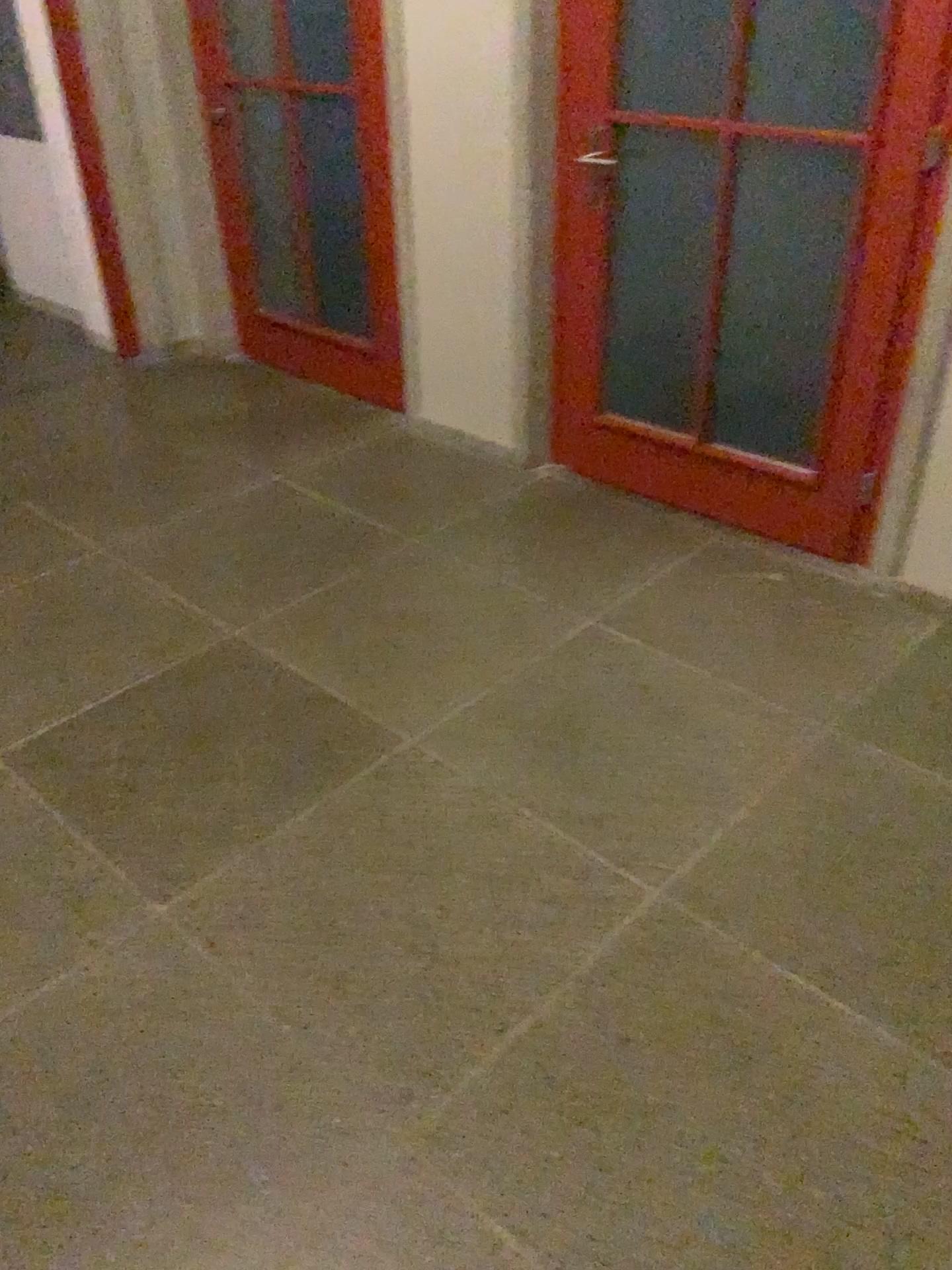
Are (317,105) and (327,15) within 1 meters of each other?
yes

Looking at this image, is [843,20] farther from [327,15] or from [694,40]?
[327,15]

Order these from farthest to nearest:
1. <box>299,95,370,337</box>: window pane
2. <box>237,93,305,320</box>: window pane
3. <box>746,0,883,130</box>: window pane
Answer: <box>237,93,305,320</box>: window pane → <box>299,95,370,337</box>: window pane → <box>746,0,883,130</box>: window pane

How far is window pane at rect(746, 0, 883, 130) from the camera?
3.3m

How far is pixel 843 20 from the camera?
3.35m

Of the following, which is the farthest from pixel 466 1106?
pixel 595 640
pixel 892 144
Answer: pixel 892 144

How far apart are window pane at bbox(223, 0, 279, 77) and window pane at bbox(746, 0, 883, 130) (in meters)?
1.69

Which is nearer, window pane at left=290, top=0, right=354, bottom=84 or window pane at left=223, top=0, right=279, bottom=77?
window pane at left=290, top=0, right=354, bottom=84

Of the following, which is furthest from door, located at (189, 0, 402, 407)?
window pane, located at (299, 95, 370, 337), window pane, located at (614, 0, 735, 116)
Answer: window pane, located at (614, 0, 735, 116)

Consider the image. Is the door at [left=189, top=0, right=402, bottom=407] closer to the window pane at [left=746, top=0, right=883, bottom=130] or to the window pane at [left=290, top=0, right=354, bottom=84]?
the window pane at [left=290, top=0, right=354, bottom=84]
